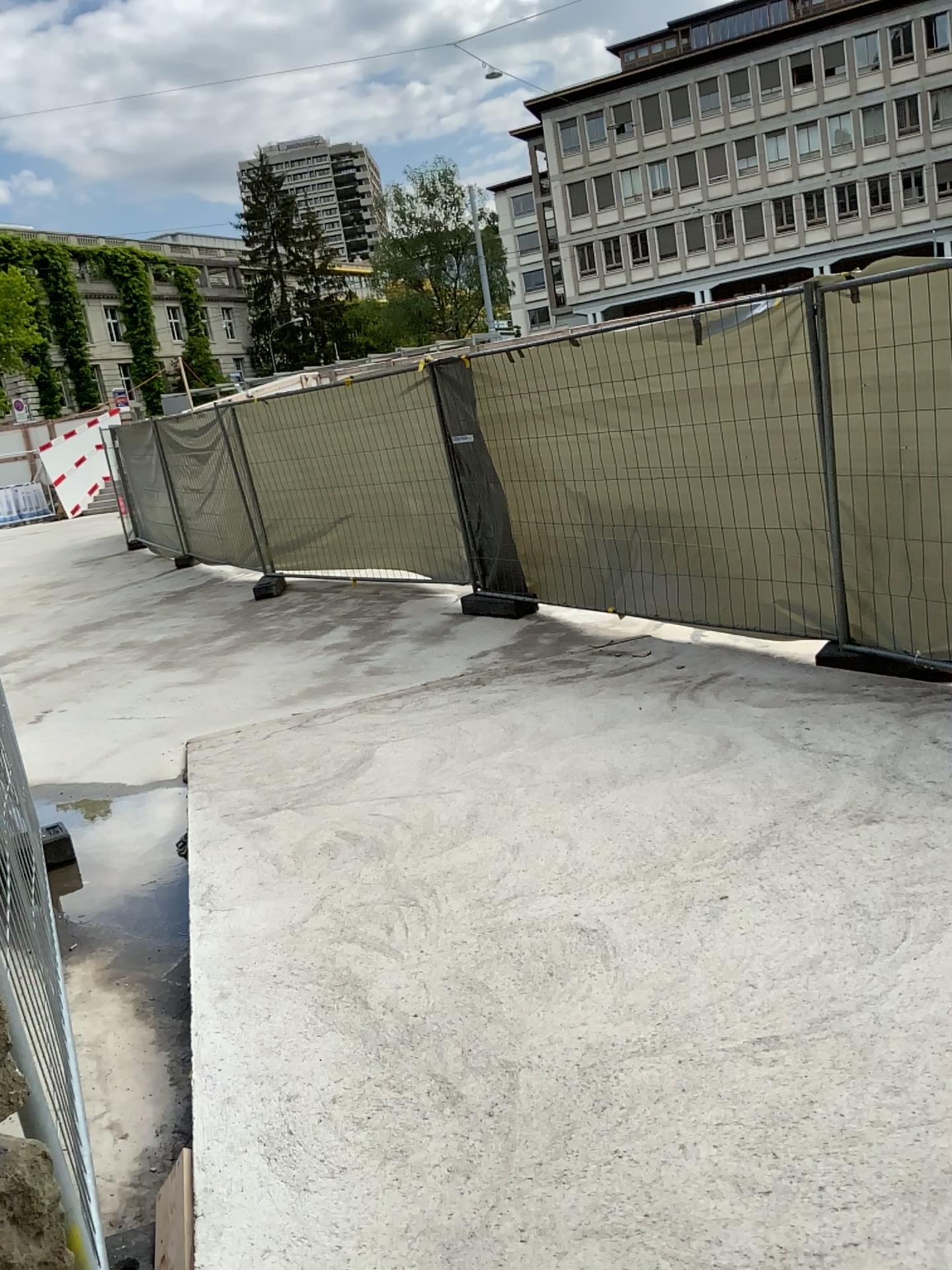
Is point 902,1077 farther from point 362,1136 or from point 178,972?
point 178,972
